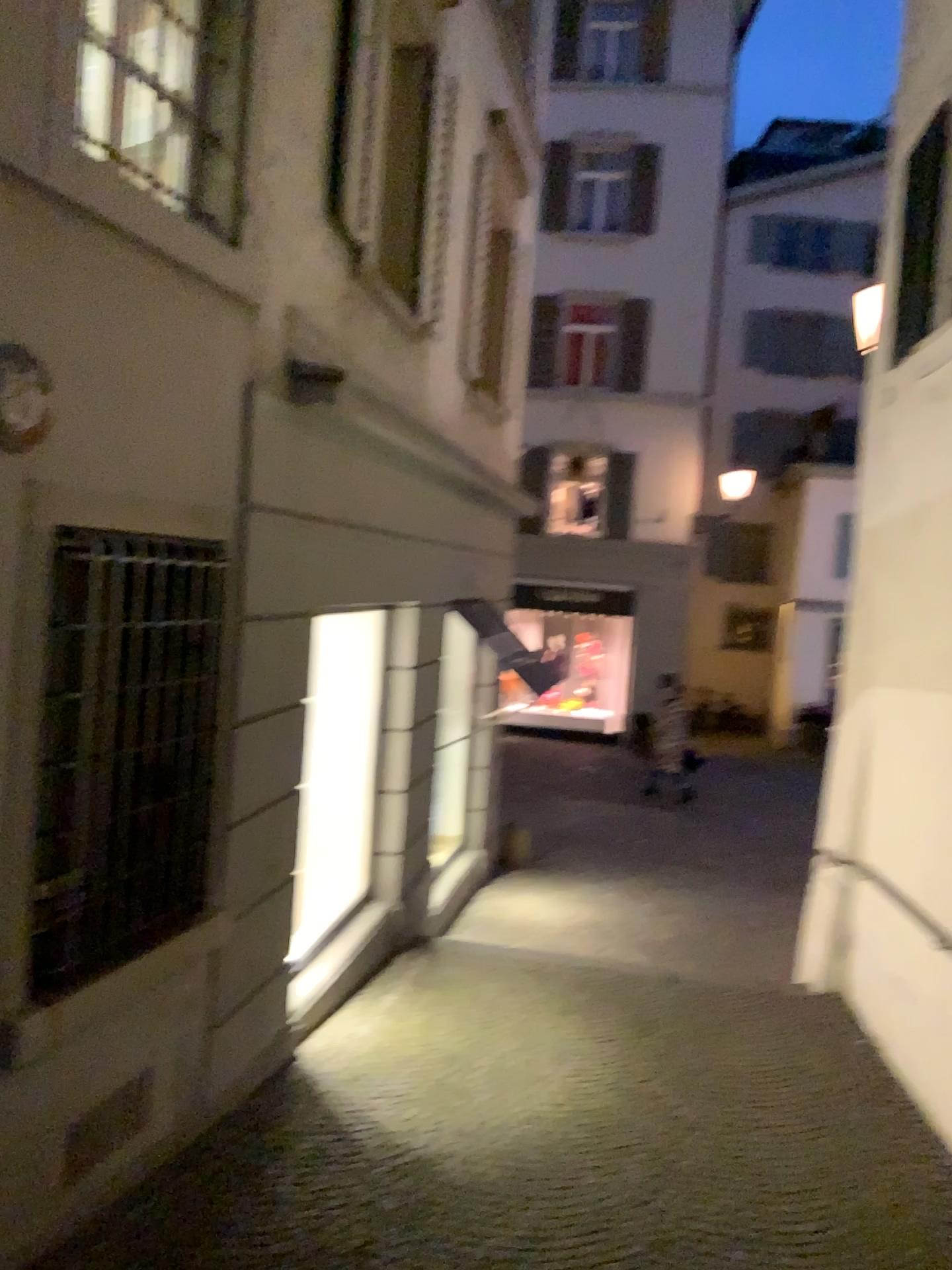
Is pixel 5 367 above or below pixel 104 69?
below

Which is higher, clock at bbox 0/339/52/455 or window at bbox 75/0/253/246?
window at bbox 75/0/253/246

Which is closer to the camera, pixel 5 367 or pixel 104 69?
pixel 5 367

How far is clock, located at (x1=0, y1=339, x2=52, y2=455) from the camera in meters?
2.7 m

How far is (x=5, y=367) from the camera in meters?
2.7

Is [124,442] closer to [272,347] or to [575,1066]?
[272,347]

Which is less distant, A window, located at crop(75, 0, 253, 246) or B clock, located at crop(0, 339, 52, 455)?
B clock, located at crop(0, 339, 52, 455)
